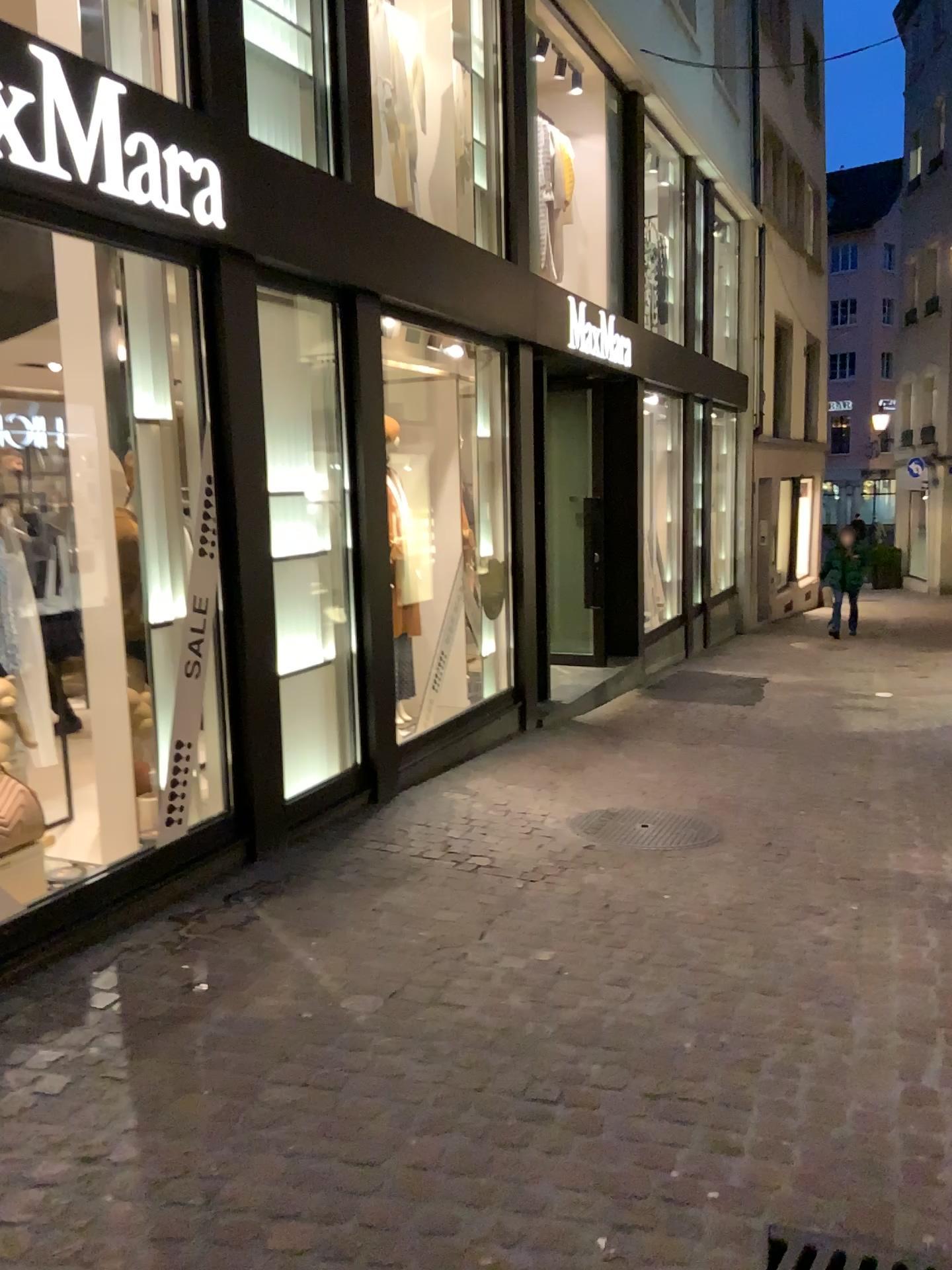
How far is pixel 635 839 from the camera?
4.7 meters

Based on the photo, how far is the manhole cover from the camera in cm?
474

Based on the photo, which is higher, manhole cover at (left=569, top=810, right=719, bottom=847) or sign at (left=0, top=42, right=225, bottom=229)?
sign at (left=0, top=42, right=225, bottom=229)

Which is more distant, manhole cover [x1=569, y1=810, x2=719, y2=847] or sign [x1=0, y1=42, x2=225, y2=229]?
manhole cover [x1=569, y1=810, x2=719, y2=847]

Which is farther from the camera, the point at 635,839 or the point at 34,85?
the point at 635,839

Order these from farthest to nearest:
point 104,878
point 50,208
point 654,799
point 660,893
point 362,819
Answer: point 654,799 < point 362,819 < point 660,893 < point 104,878 < point 50,208

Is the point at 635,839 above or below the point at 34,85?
below
